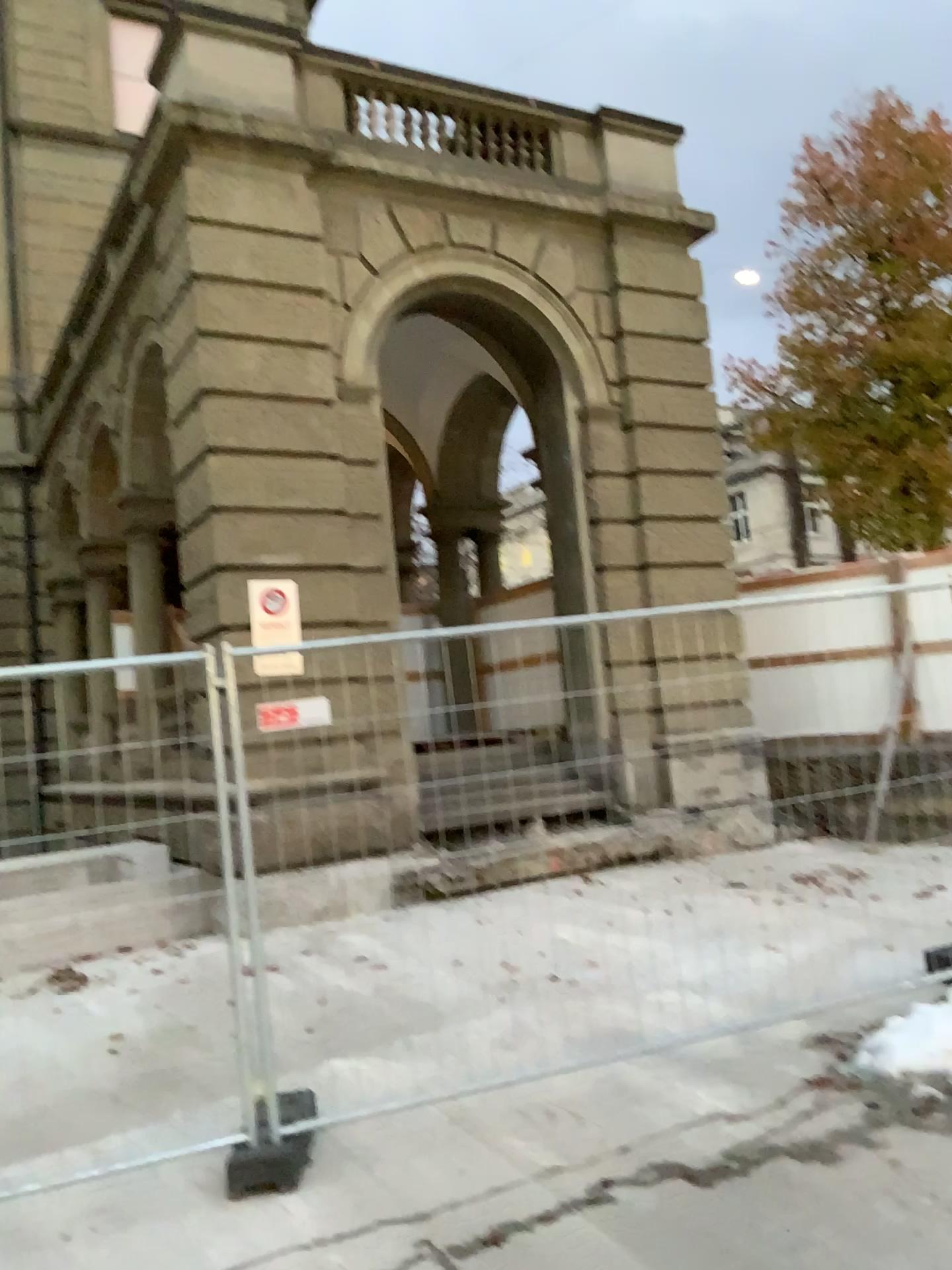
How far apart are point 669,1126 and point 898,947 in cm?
159
